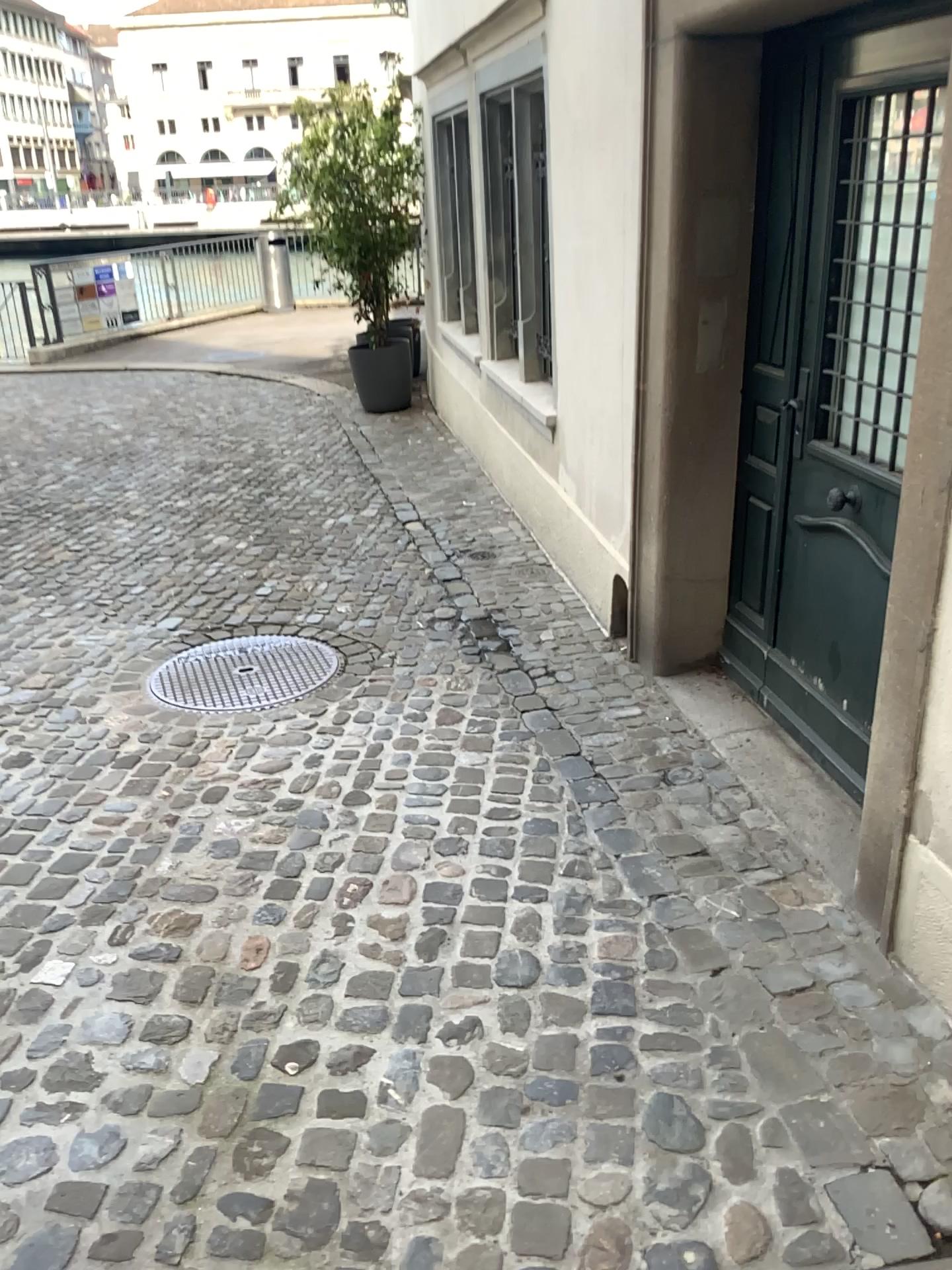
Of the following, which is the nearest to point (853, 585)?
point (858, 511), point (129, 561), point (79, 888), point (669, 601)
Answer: point (858, 511)

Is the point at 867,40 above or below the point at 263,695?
above

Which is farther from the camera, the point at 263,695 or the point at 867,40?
the point at 263,695

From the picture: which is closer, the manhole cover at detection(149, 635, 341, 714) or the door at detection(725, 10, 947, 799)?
the door at detection(725, 10, 947, 799)
